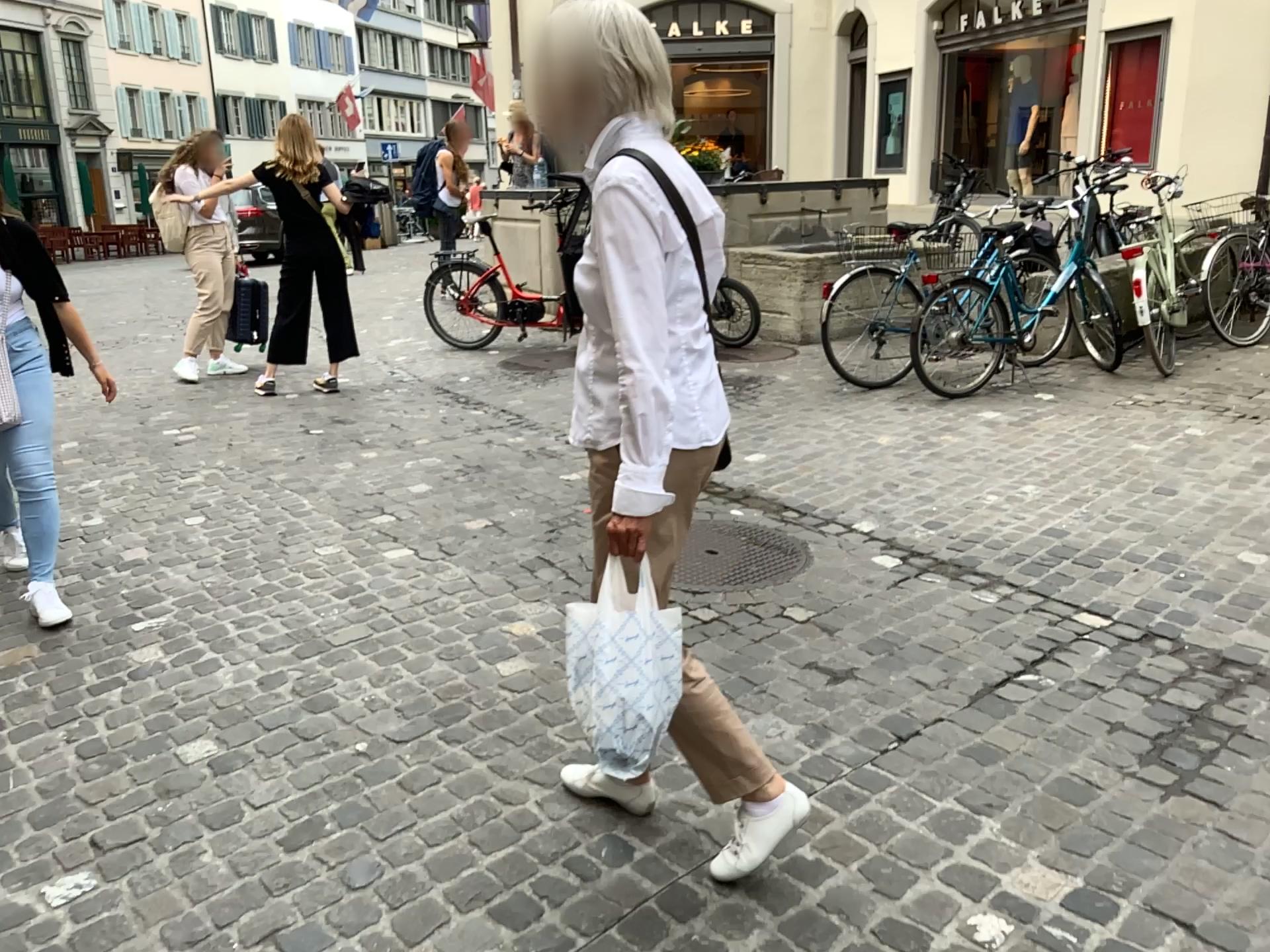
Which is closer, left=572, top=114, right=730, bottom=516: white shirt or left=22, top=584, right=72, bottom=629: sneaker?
left=572, top=114, right=730, bottom=516: white shirt

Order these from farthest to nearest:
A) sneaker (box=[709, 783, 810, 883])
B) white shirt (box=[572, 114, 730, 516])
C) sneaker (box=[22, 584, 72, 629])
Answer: sneaker (box=[22, 584, 72, 629]) < sneaker (box=[709, 783, 810, 883]) < white shirt (box=[572, 114, 730, 516])

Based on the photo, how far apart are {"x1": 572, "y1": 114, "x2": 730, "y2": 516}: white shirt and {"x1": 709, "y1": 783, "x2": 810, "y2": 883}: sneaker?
0.69m

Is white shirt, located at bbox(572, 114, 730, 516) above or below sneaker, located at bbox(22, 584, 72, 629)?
above

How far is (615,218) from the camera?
1.7 meters

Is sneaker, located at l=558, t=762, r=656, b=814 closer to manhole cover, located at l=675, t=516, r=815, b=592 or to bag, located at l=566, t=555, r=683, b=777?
bag, located at l=566, t=555, r=683, b=777

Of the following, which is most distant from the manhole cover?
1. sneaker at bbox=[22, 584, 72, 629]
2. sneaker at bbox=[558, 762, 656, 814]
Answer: sneaker at bbox=[22, 584, 72, 629]

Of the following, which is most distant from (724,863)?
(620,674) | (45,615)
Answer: (45,615)

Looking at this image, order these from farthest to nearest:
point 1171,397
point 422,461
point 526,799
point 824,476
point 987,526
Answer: point 1171,397 < point 422,461 < point 824,476 < point 987,526 < point 526,799

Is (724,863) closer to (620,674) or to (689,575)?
(620,674)
